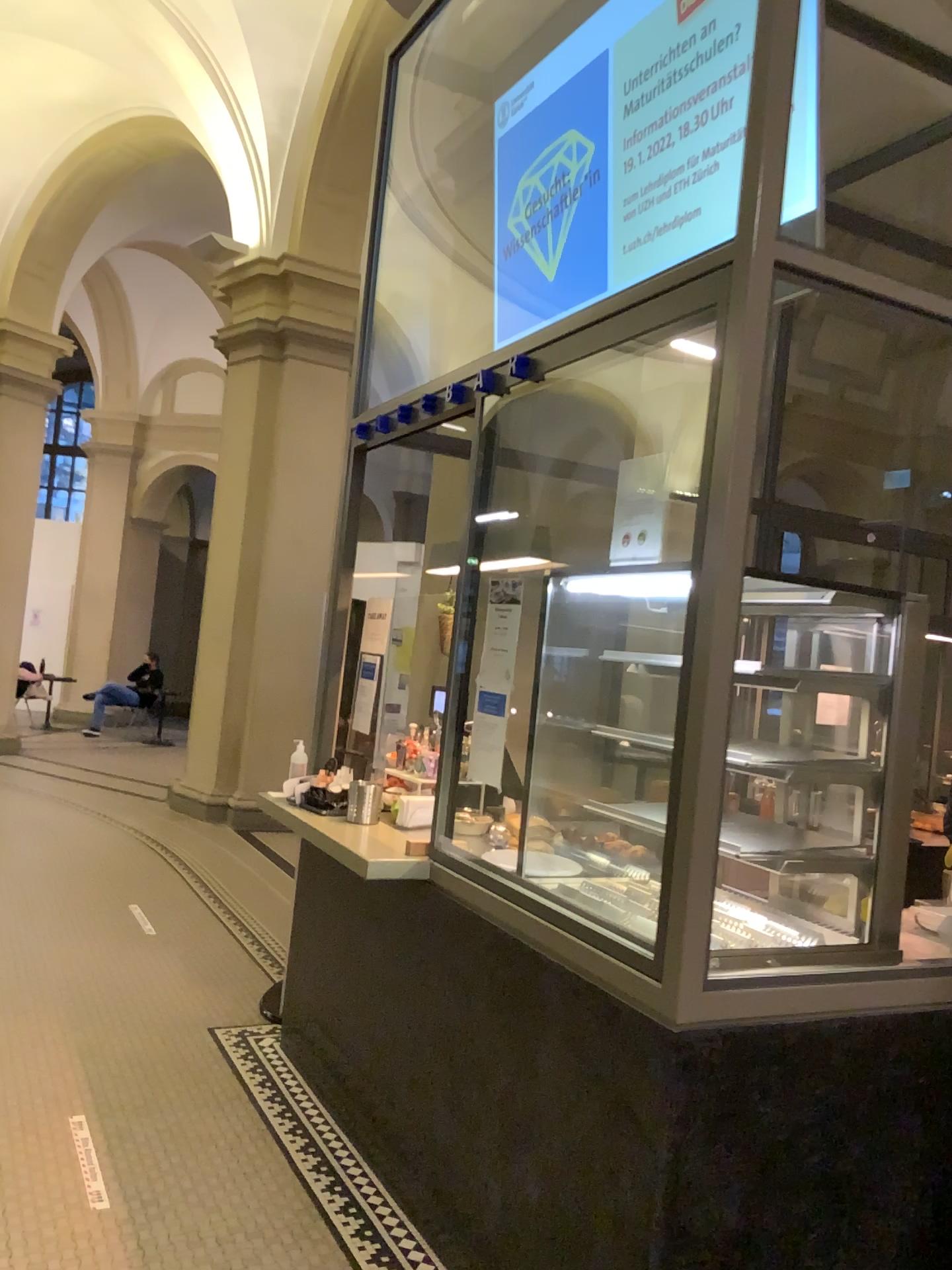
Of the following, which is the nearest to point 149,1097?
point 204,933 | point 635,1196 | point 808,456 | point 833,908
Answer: point 204,933
